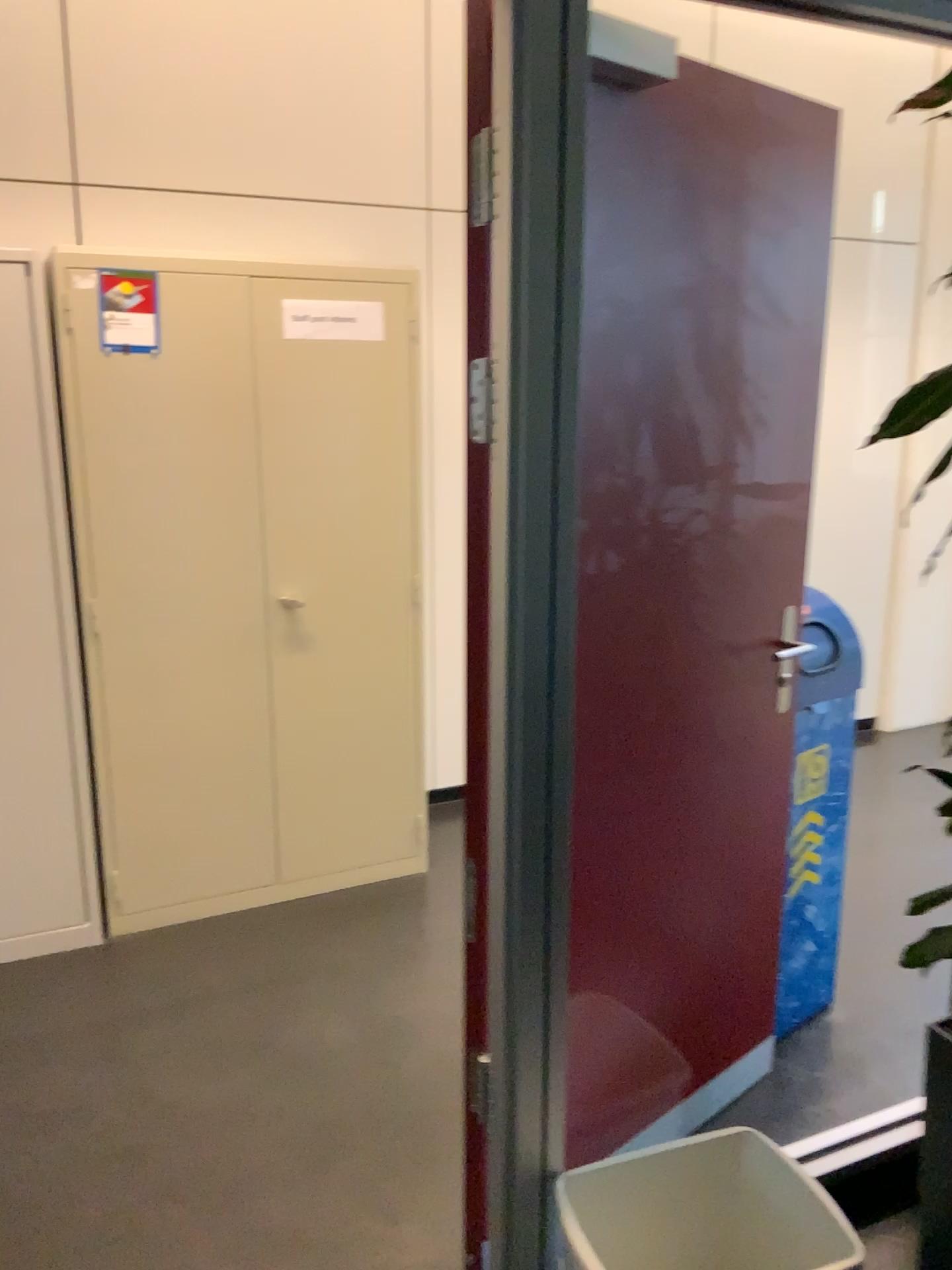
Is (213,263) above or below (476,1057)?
above

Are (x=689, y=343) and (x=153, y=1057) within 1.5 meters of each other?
no

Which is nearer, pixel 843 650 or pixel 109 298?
pixel 843 650

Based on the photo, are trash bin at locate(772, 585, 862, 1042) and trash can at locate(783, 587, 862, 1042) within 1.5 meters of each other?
yes

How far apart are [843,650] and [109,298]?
2.02m

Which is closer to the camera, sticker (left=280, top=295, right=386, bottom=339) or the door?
the door

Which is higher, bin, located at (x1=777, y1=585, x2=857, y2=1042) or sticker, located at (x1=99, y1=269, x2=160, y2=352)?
sticker, located at (x1=99, y1=269, x2=160, y2=352)

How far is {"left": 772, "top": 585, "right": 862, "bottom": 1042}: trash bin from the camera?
2.4 meters

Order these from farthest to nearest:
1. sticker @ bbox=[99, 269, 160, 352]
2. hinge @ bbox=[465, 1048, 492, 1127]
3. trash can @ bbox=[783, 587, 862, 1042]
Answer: sticker @ bbox=[99, 269, 160, 352] → trash can @ bbox=[783, 587, 862, 1042] → hinge @ bbox=[465, 1048, 492, 1127]

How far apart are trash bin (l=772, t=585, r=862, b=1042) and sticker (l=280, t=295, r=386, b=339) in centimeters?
152cm
